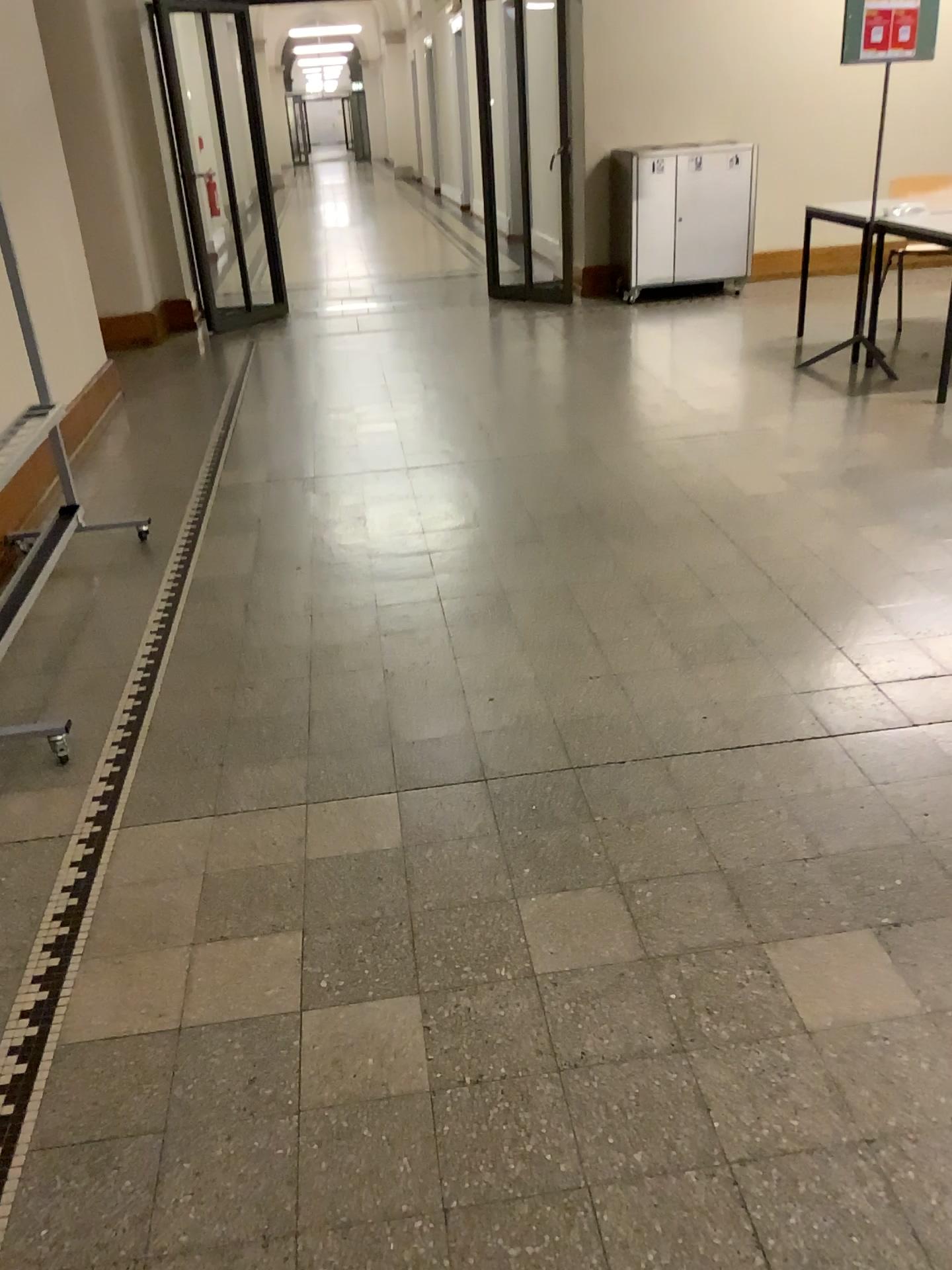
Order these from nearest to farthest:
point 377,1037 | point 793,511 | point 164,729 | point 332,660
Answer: point 377,1037 < point 164,729 < point 332,660 < point 793,511
